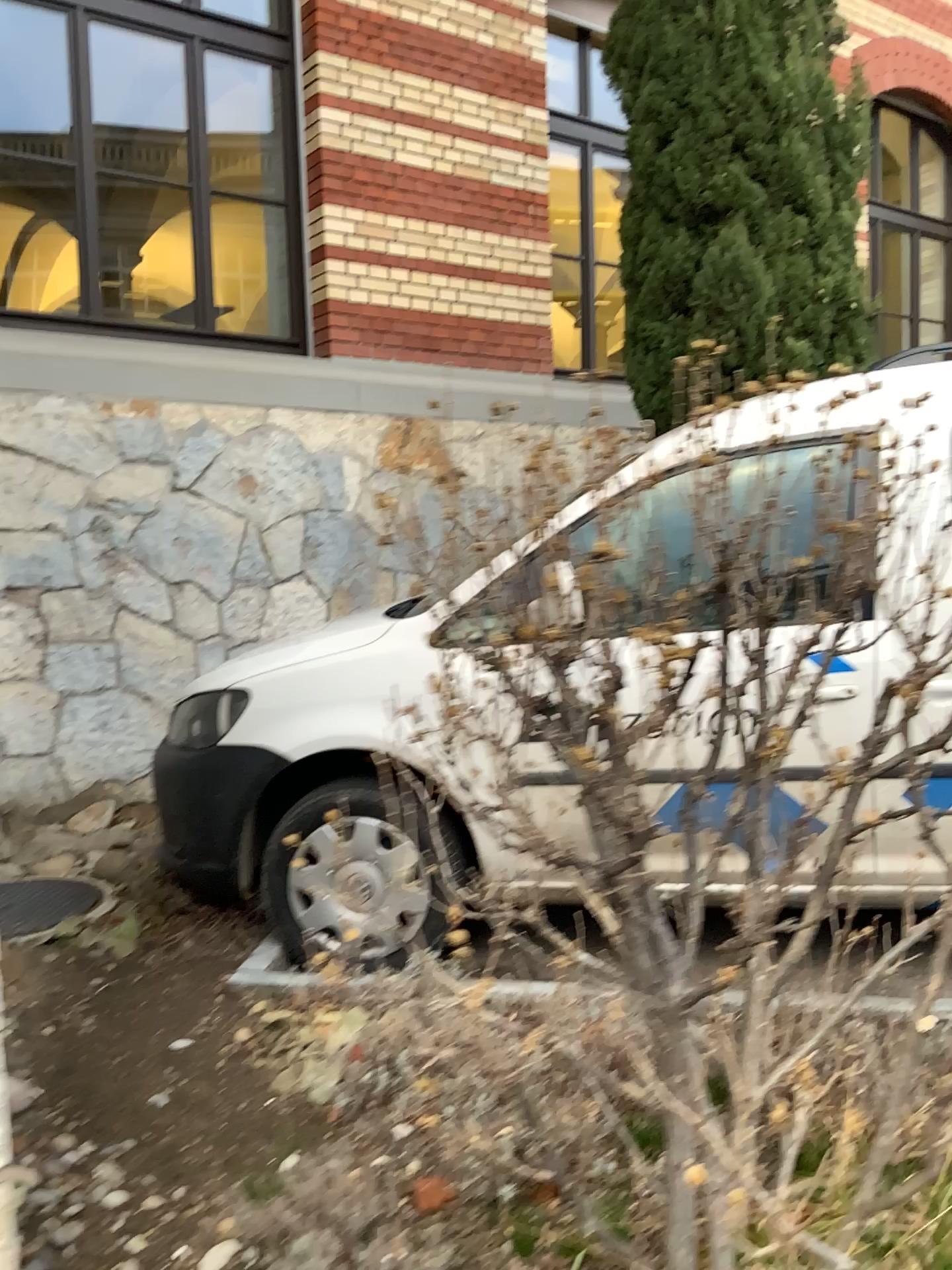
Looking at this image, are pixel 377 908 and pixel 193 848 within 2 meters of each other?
yes

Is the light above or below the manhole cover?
above

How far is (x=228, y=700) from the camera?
3.2m

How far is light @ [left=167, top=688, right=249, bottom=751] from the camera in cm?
324

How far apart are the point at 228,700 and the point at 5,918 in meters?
1.1

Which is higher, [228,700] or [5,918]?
[228,700]

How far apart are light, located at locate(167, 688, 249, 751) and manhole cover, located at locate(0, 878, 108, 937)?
0.8 meters

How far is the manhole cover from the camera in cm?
348
